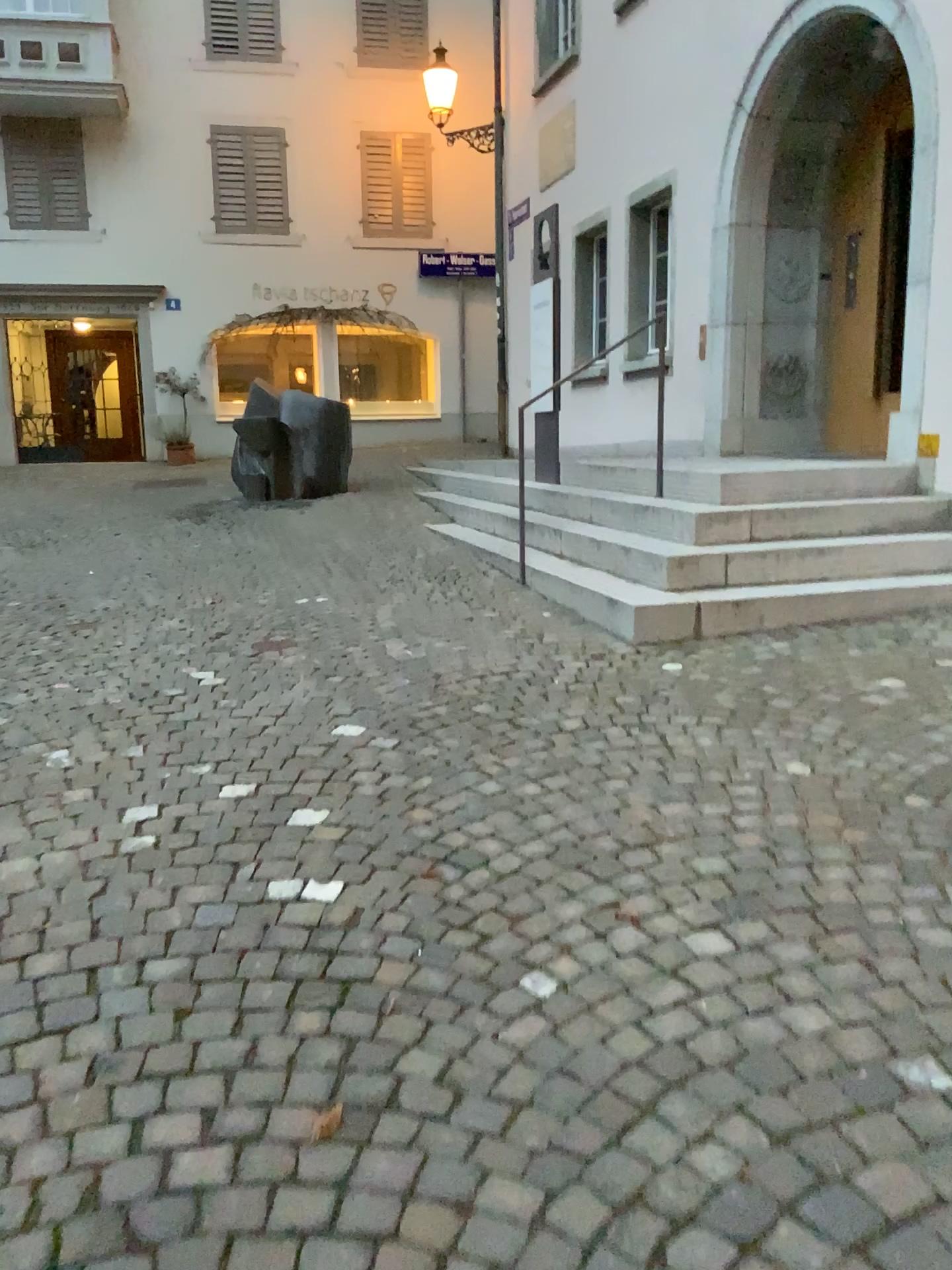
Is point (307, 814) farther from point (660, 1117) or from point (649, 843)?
point (660, 1117)
